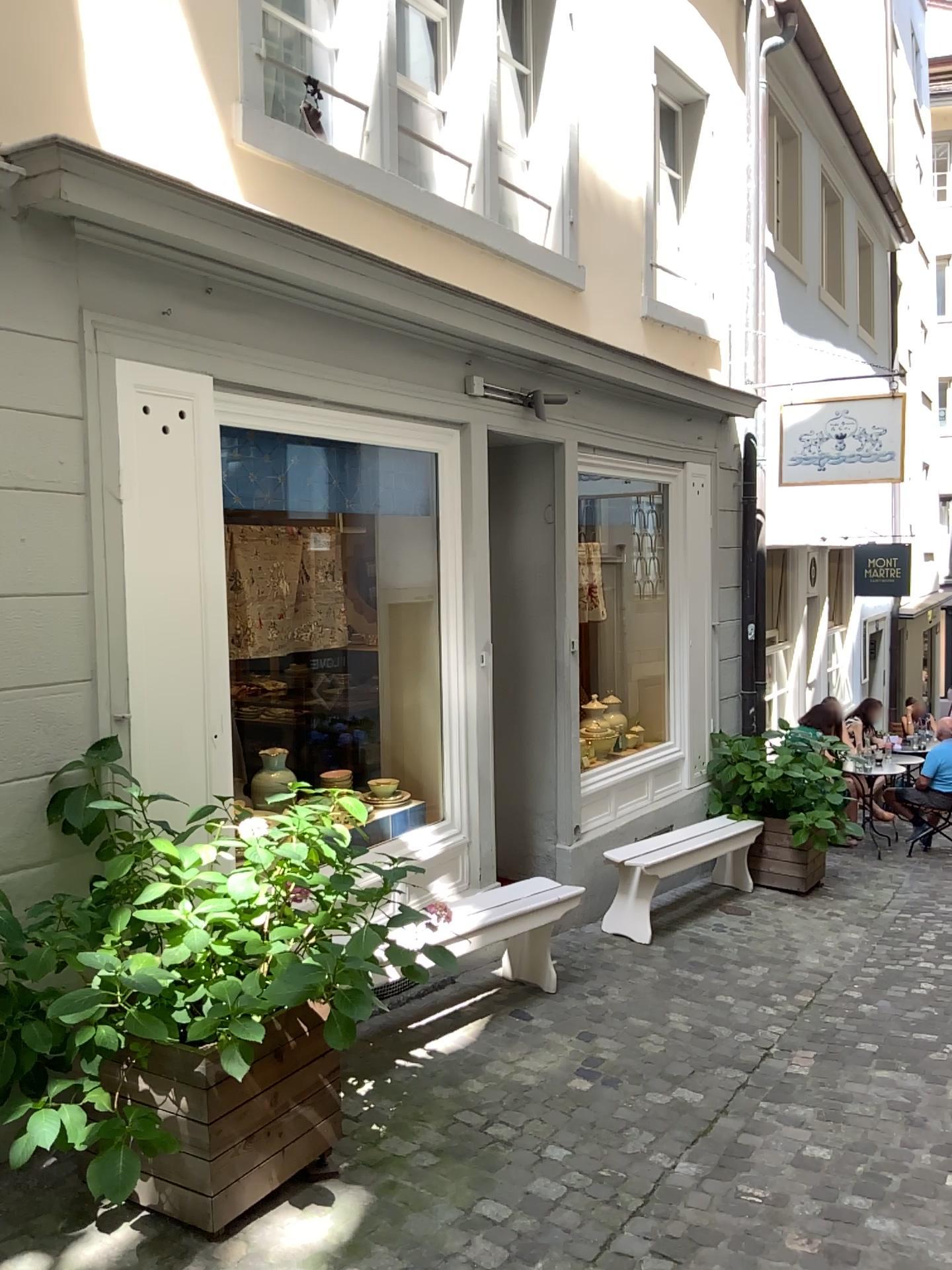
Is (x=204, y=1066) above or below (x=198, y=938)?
below

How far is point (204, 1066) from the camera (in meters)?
2.74

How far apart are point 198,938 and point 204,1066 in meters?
0.4 m

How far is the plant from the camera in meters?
2.6

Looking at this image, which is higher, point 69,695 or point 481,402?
point 481,402

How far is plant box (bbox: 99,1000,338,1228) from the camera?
2.7 meters
